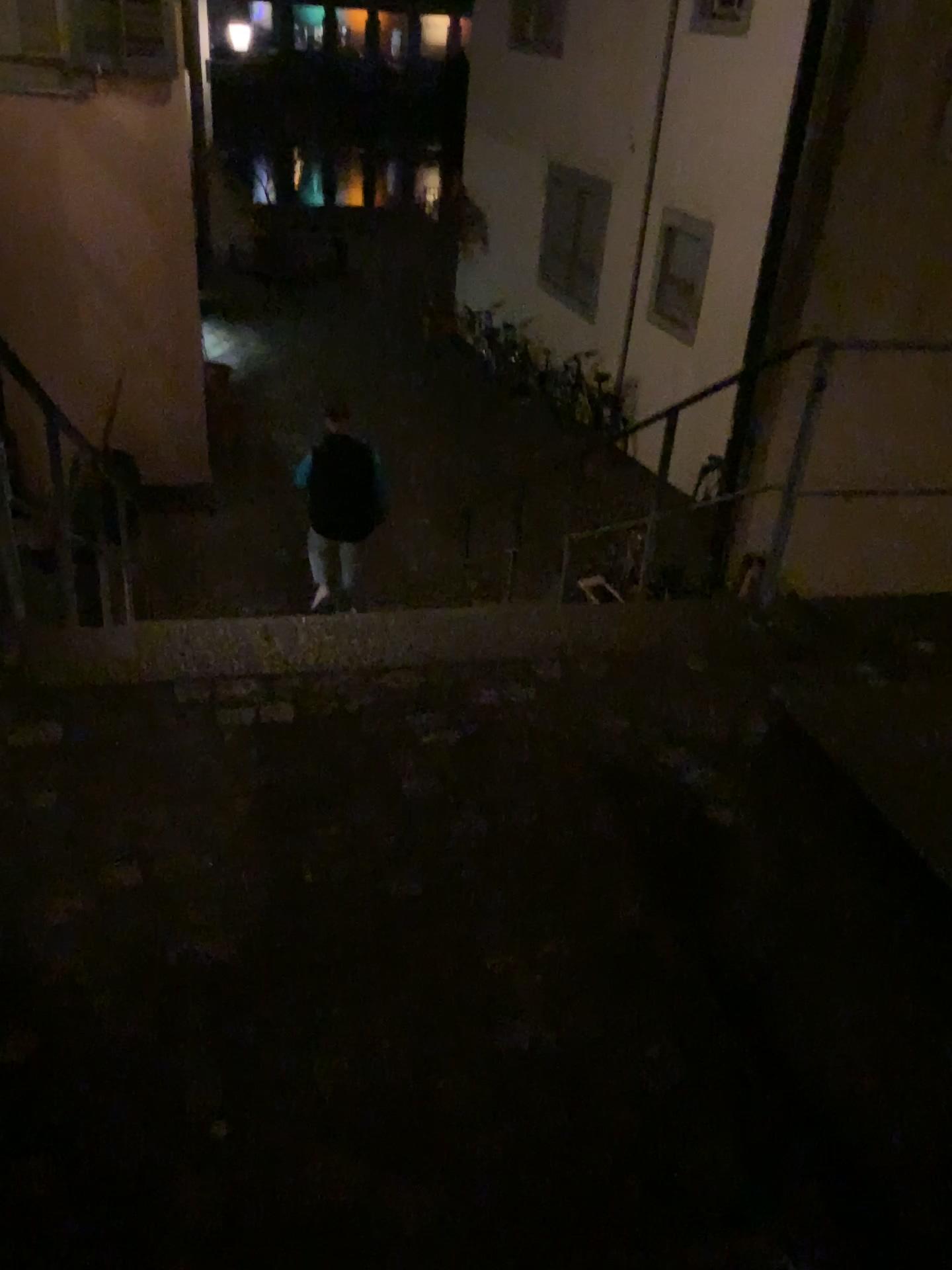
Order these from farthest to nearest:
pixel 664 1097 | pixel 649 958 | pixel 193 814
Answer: pixel 193 814, pixel 649 958, pixel 664 1097
